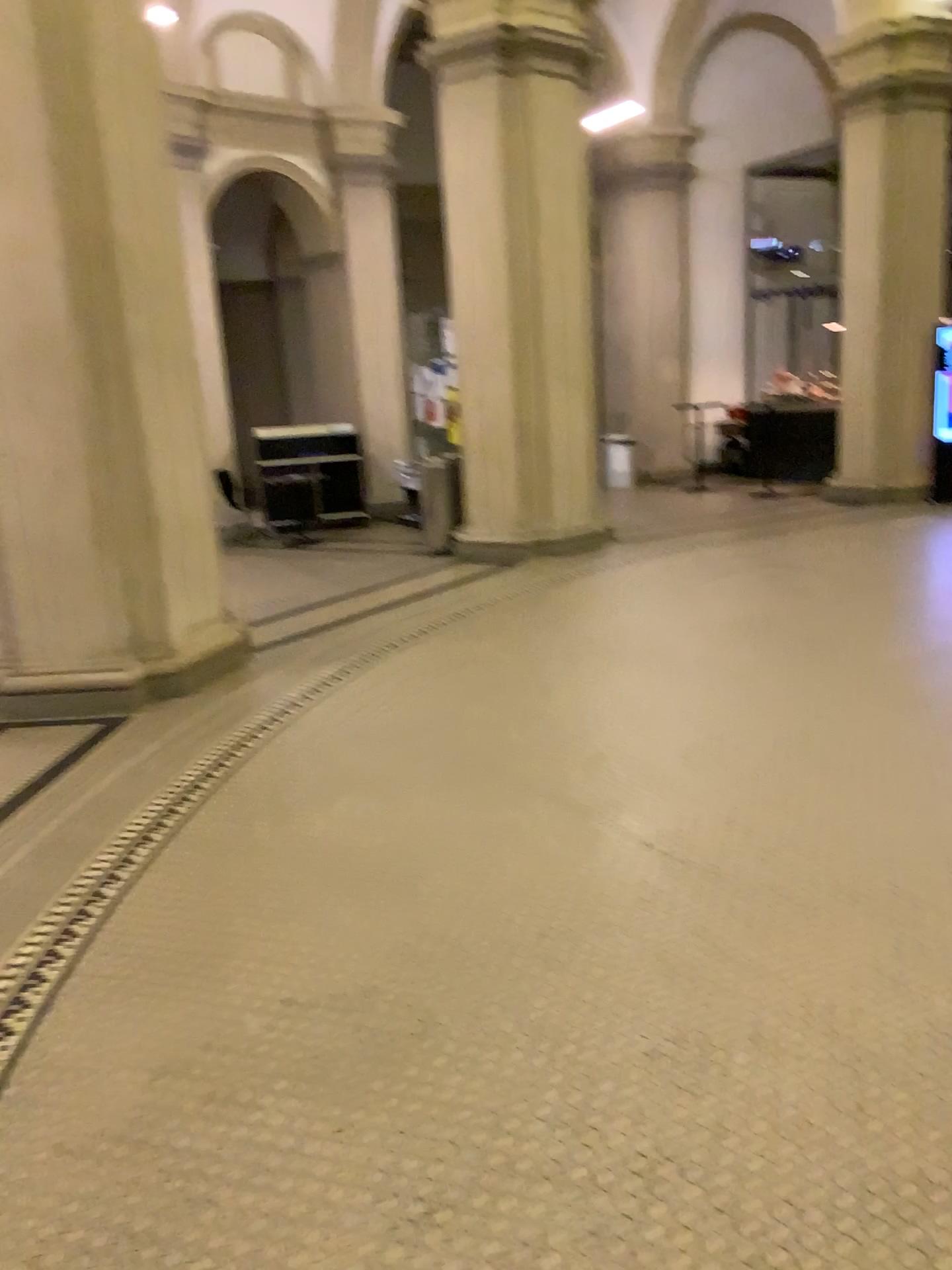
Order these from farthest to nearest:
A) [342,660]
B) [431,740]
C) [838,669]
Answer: [342,660], [838,669], [431,740]
